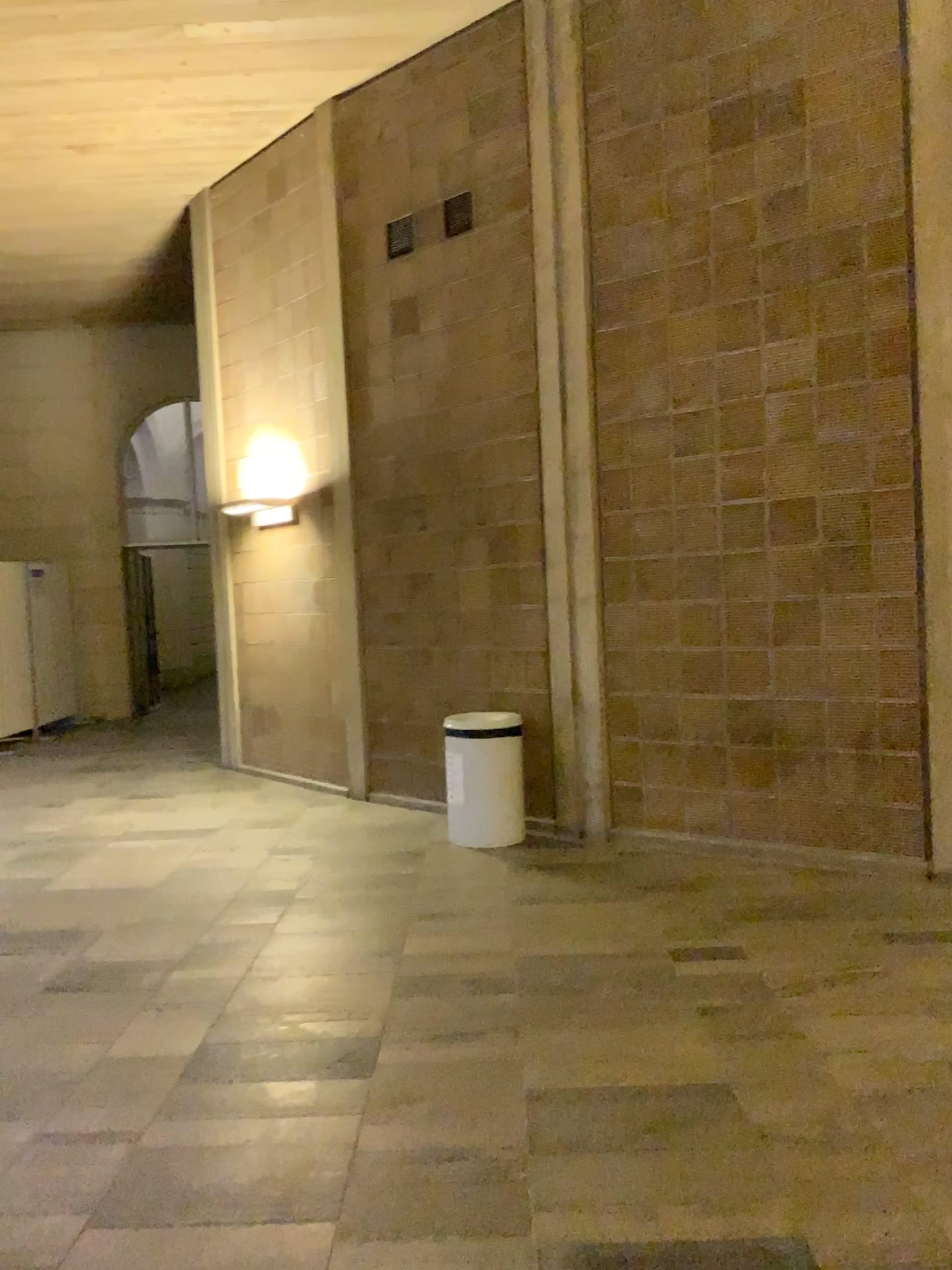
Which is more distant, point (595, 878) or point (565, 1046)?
point (595, 878)
